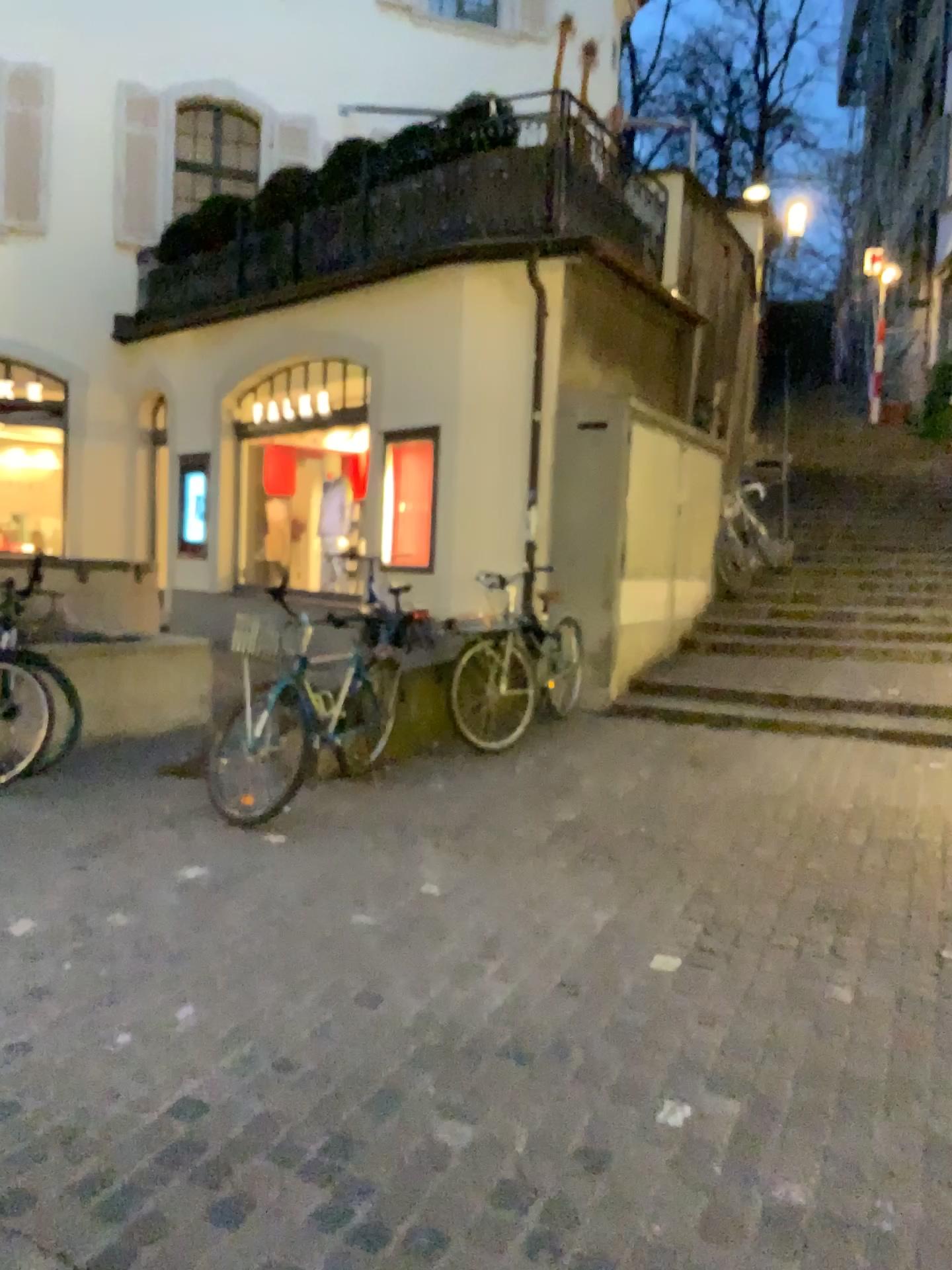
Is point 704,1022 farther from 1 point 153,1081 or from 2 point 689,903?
1 point 153,1081
